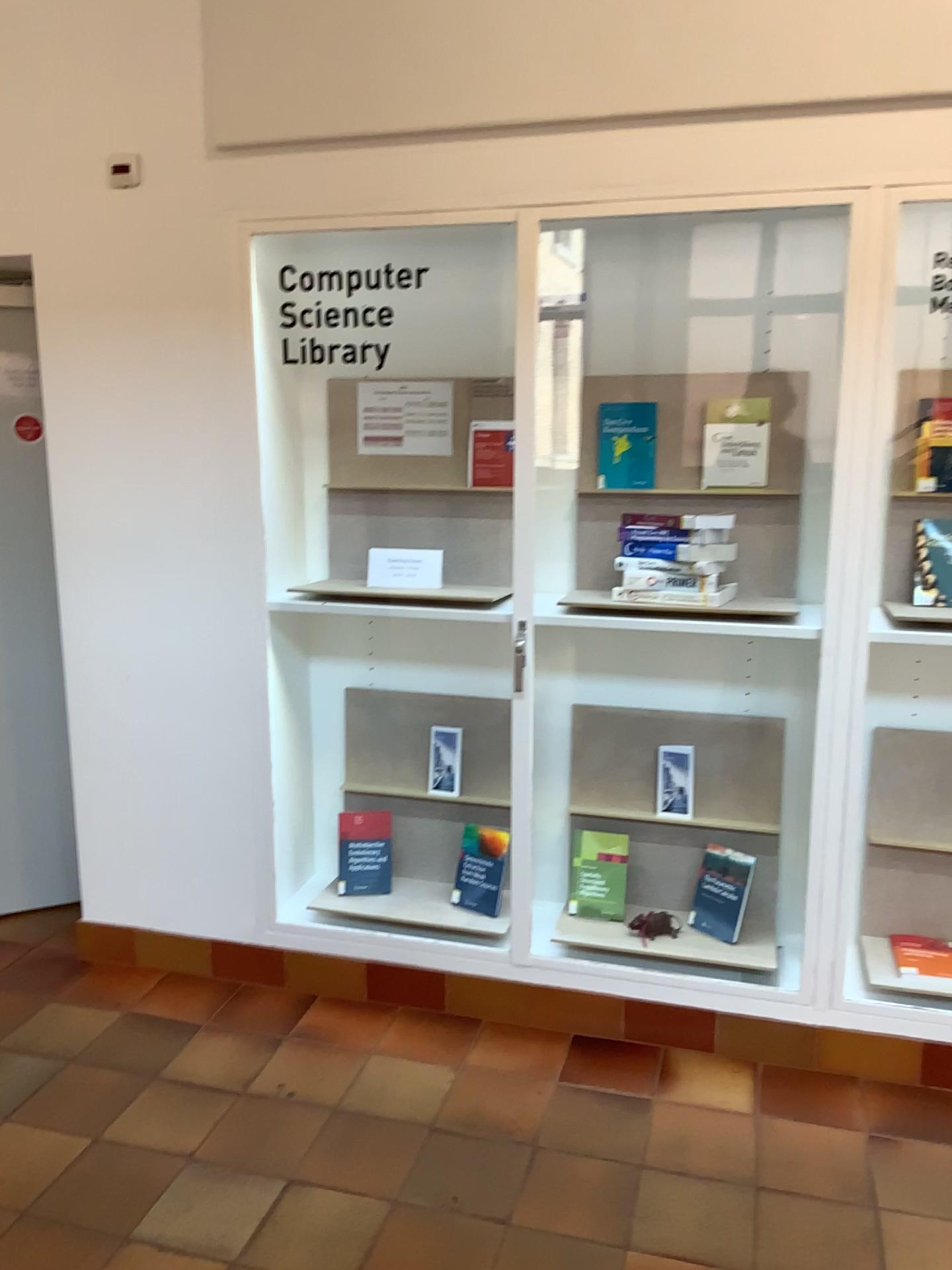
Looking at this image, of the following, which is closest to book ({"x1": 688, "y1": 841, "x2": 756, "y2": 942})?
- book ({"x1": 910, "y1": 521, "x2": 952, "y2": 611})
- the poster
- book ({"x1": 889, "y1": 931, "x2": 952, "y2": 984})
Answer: book ({"x1": 889, "y1": 931, "x2": 952, "y2": 984})

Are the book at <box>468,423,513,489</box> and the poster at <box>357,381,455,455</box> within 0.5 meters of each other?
yes

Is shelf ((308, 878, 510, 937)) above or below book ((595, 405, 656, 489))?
below

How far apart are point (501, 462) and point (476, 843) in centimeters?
112cm

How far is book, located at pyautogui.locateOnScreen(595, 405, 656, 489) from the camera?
2.9m

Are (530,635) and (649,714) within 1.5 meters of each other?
yes

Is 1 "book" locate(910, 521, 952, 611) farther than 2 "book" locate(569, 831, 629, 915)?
No

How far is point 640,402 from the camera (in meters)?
2.93

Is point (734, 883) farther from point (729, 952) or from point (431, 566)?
point (431, 566)

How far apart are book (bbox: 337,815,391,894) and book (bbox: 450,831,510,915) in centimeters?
26cm
